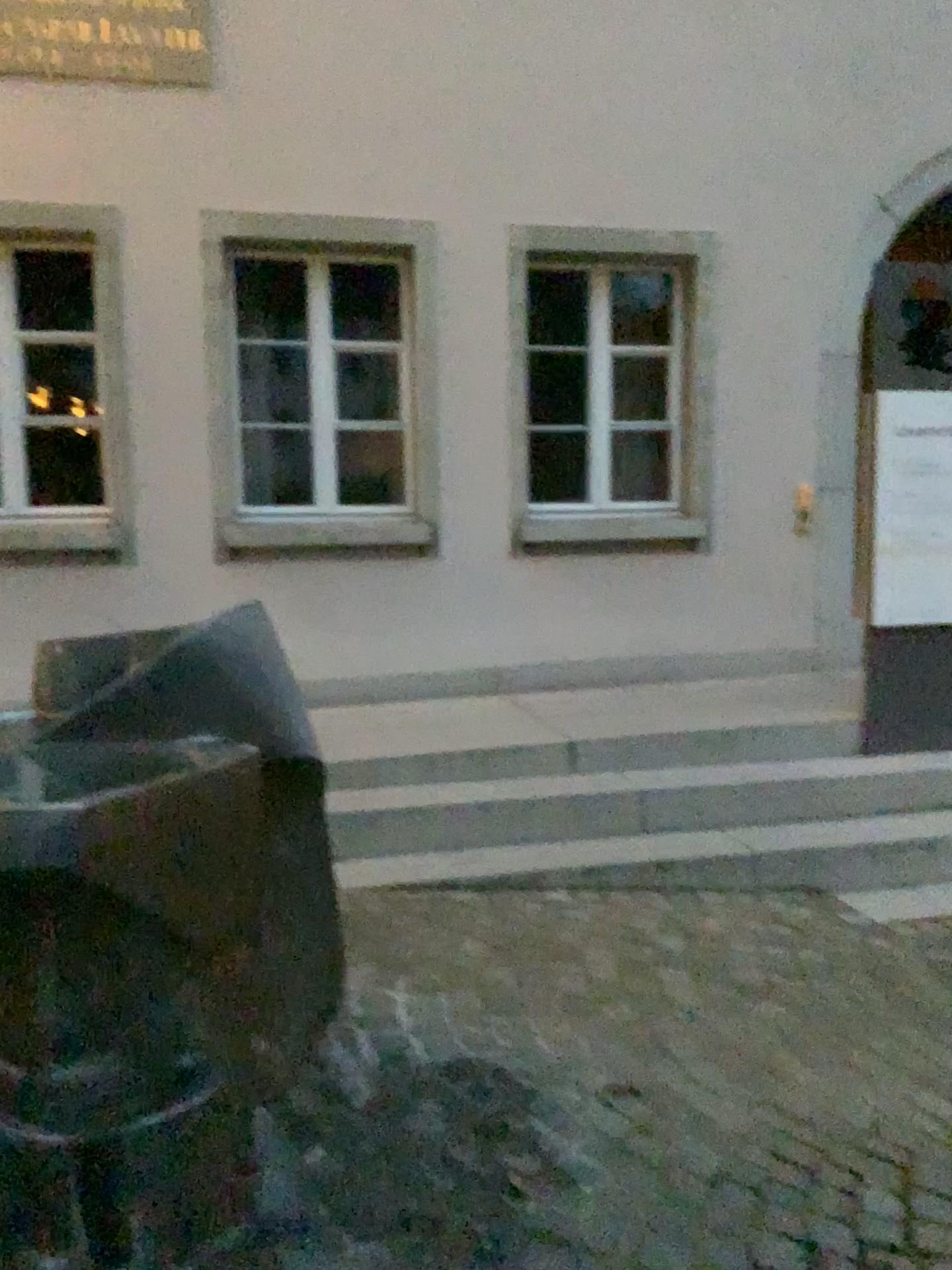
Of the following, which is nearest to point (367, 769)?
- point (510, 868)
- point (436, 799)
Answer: point (436, 799)

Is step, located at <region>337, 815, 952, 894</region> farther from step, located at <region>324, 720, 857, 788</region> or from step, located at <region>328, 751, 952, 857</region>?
step, located at <region>324, 720, 857, 788</region>

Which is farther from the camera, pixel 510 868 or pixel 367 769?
pixel 367 769

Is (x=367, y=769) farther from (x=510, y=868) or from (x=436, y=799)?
(x=510, y=868)

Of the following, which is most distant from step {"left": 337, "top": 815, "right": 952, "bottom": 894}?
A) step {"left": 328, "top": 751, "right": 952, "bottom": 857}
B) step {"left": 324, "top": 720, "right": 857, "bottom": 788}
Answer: step {"left": 324, "top": 720, "right": 857, "bottom": 788}

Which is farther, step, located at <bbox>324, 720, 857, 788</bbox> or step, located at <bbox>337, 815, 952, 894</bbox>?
step, located at <bbox>324, 720, 857, 788</bbox>

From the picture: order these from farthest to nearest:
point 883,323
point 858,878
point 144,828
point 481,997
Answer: point 883,323, point 858,878, point 481,997, point 144,828
